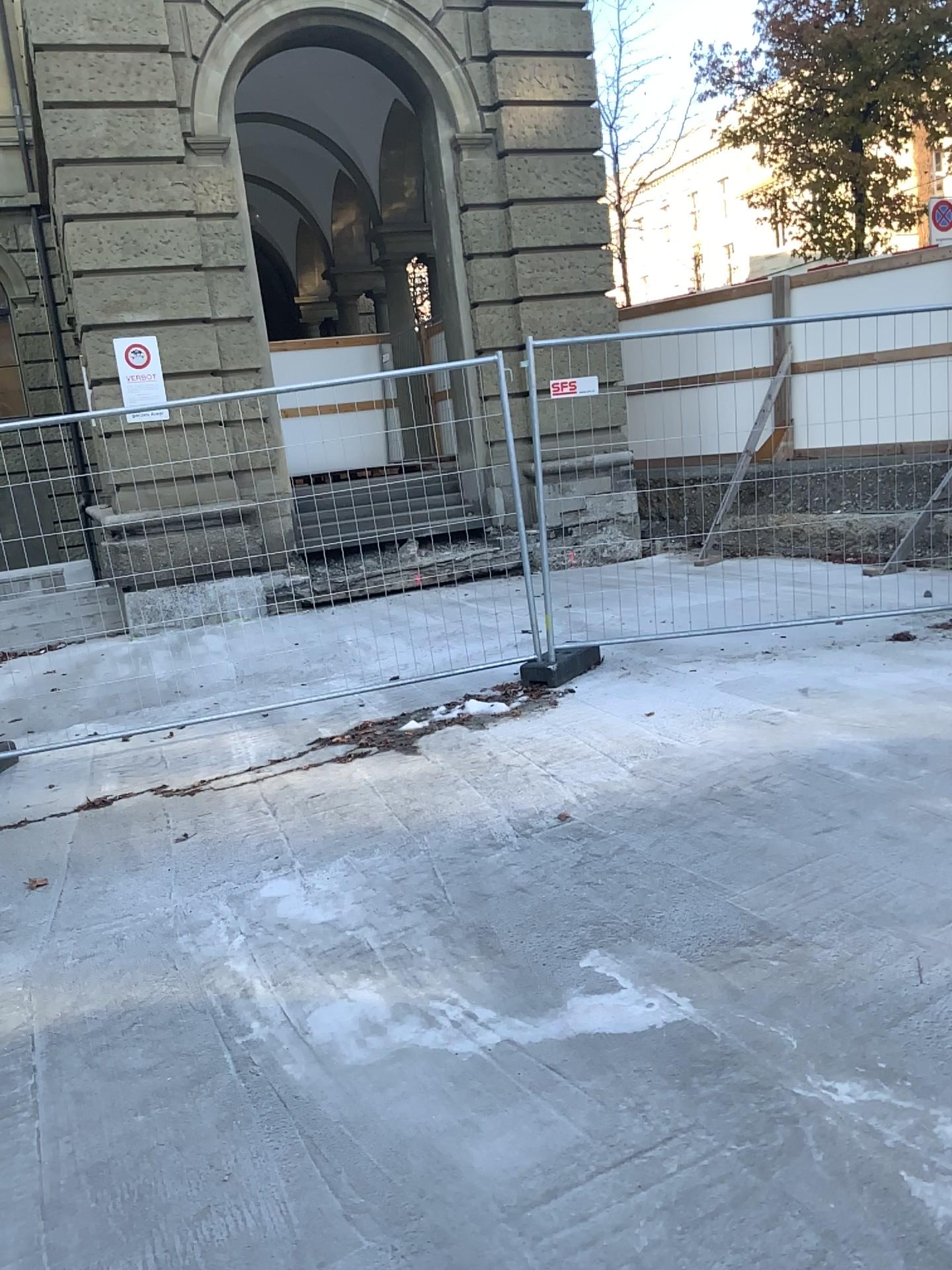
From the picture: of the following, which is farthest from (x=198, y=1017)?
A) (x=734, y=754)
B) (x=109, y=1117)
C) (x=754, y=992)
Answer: (x=734, y=754)
